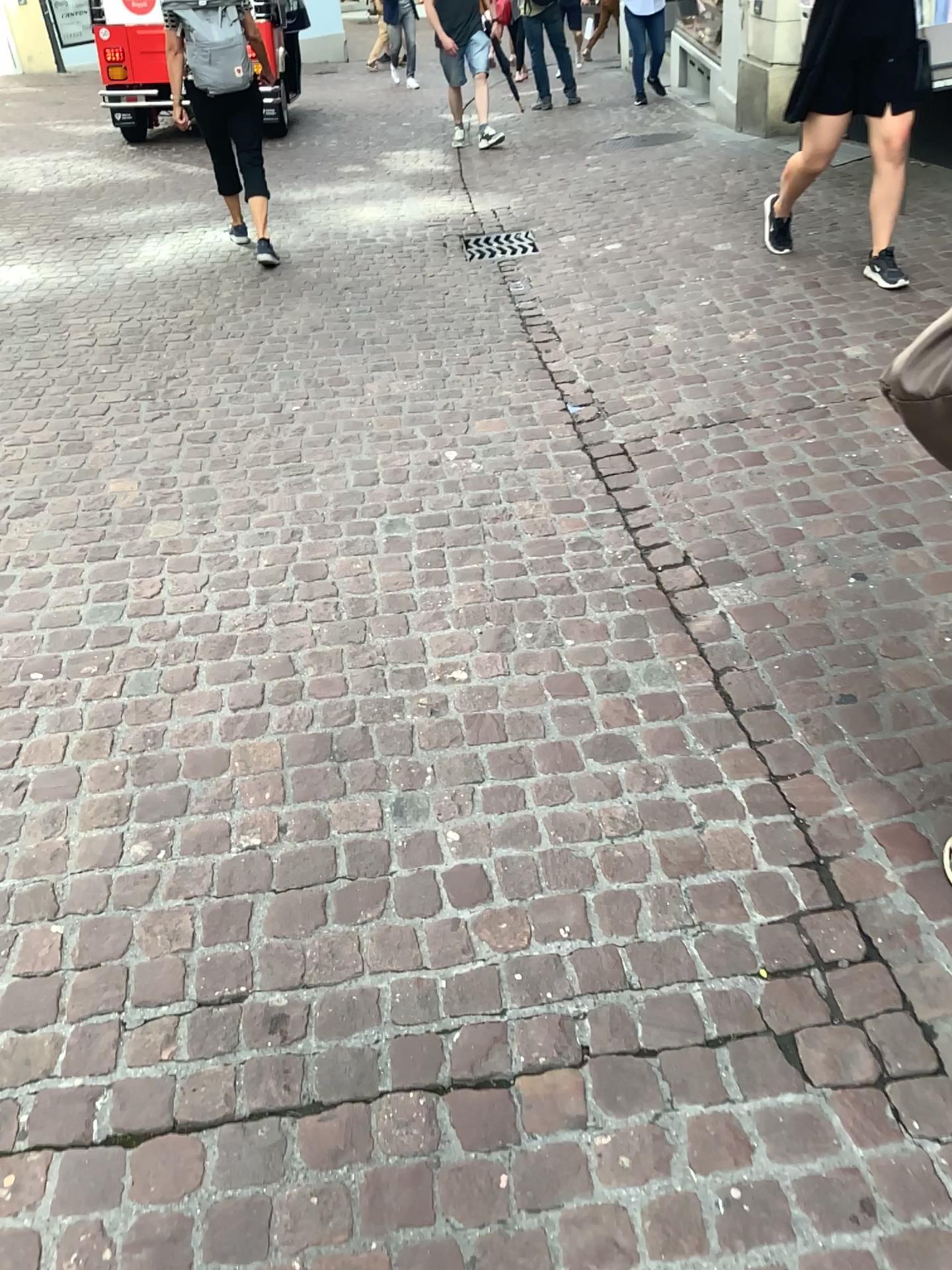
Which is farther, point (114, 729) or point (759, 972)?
point (114, 729)
